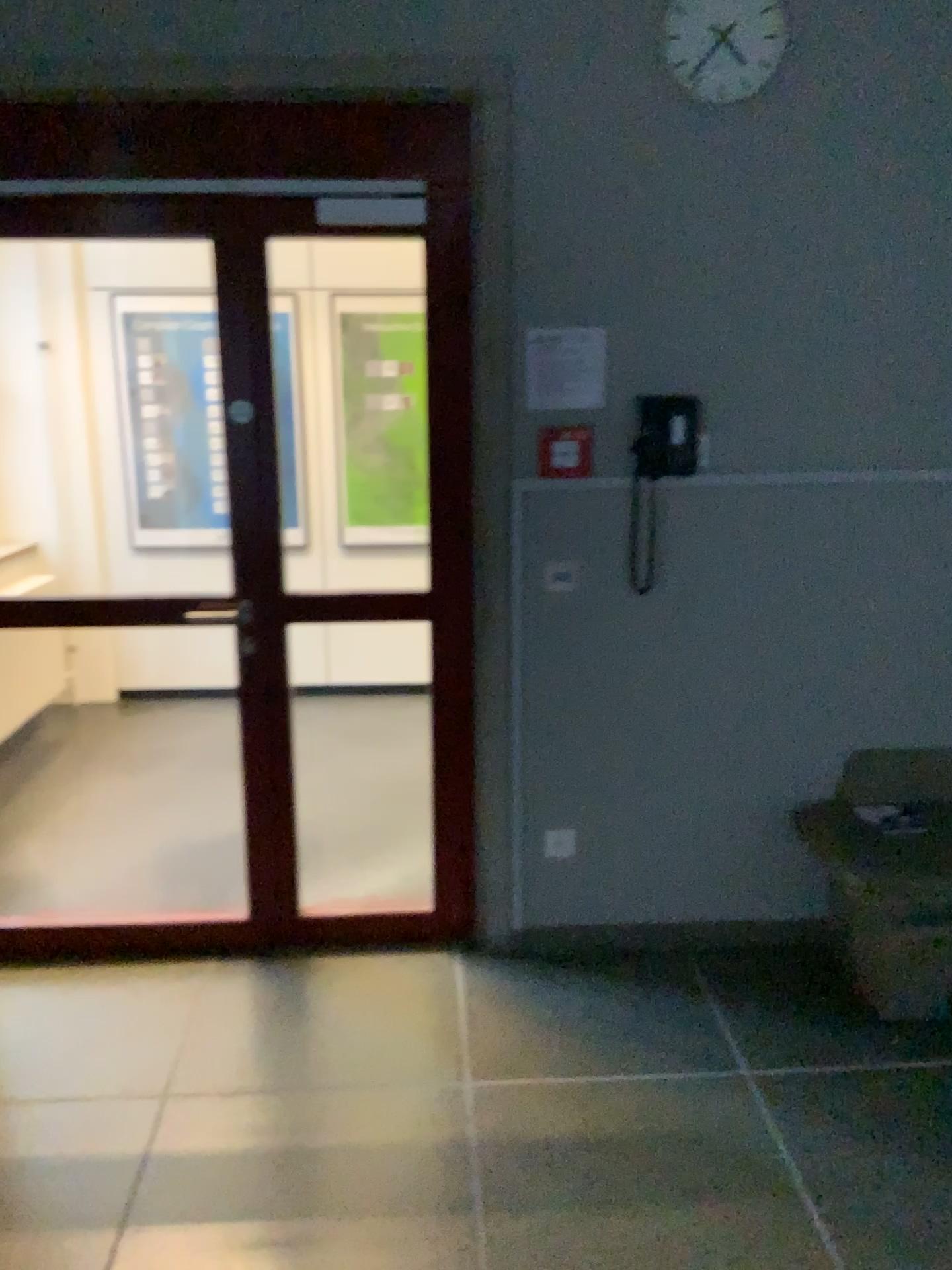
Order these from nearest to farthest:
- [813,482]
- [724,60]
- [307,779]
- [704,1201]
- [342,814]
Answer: [704,1201]
[724,60]
[813,482]
[342,814]
[307,779]

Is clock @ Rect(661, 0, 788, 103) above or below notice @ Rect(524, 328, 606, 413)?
above

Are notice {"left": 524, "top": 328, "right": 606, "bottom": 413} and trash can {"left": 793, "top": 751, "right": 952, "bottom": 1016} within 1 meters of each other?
no

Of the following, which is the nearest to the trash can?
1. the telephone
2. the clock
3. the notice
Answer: the telephone

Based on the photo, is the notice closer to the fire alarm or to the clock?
the fire alarm

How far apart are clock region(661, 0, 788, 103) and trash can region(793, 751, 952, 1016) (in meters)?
1.89

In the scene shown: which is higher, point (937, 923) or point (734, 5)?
point (734, 5)

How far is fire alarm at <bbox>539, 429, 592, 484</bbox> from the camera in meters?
2.9 m

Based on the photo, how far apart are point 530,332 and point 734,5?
0.9m

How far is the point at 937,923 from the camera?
2.8m
